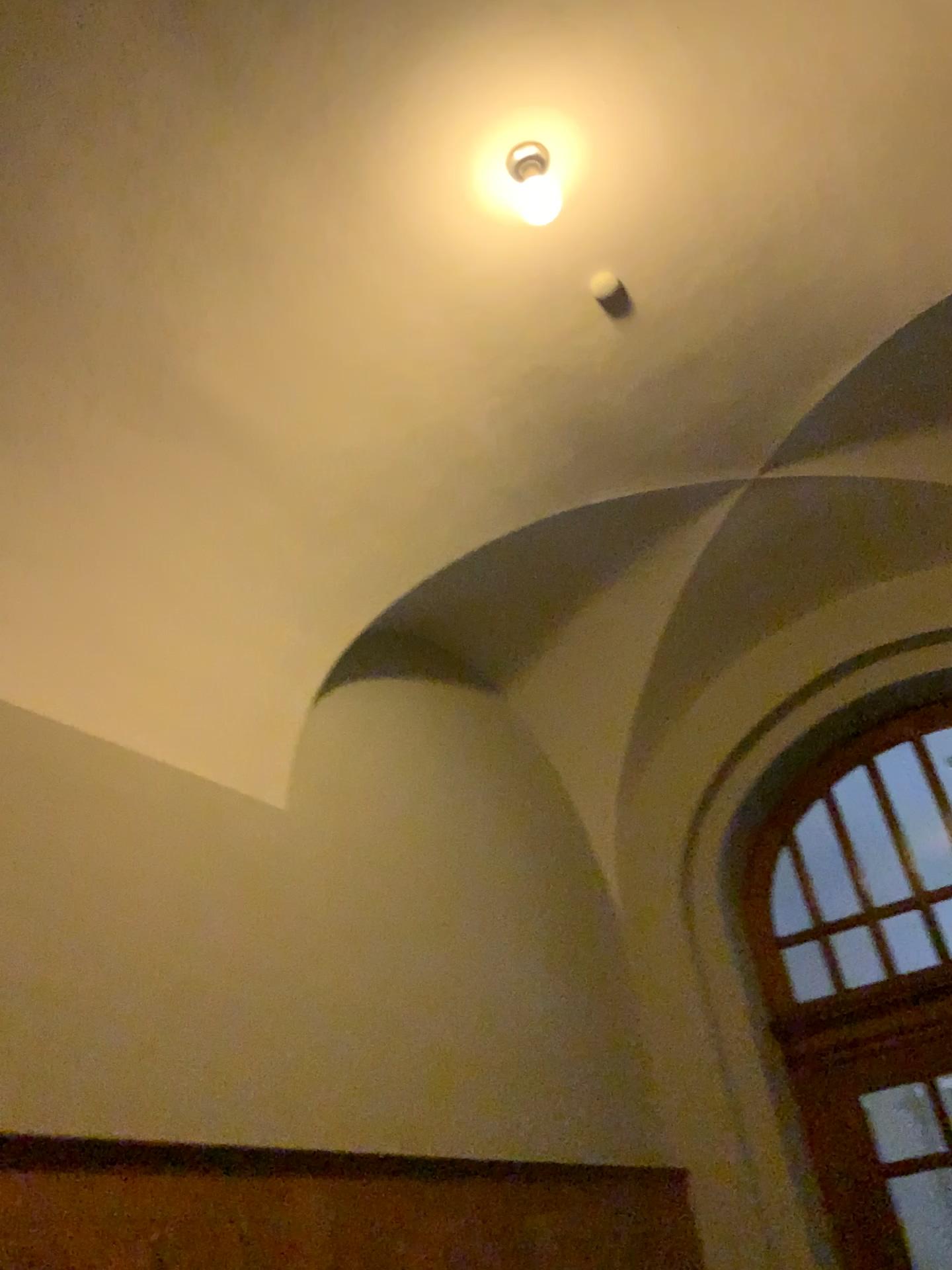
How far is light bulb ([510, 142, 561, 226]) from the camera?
3.29m

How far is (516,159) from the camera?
3.3 meters

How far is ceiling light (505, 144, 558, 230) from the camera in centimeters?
329cm

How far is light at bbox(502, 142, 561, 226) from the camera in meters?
3.3 m

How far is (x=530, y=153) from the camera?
3.3m

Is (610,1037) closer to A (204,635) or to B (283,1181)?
B (283,1181)

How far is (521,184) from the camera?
3.37m

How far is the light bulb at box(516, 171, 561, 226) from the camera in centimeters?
337cm
